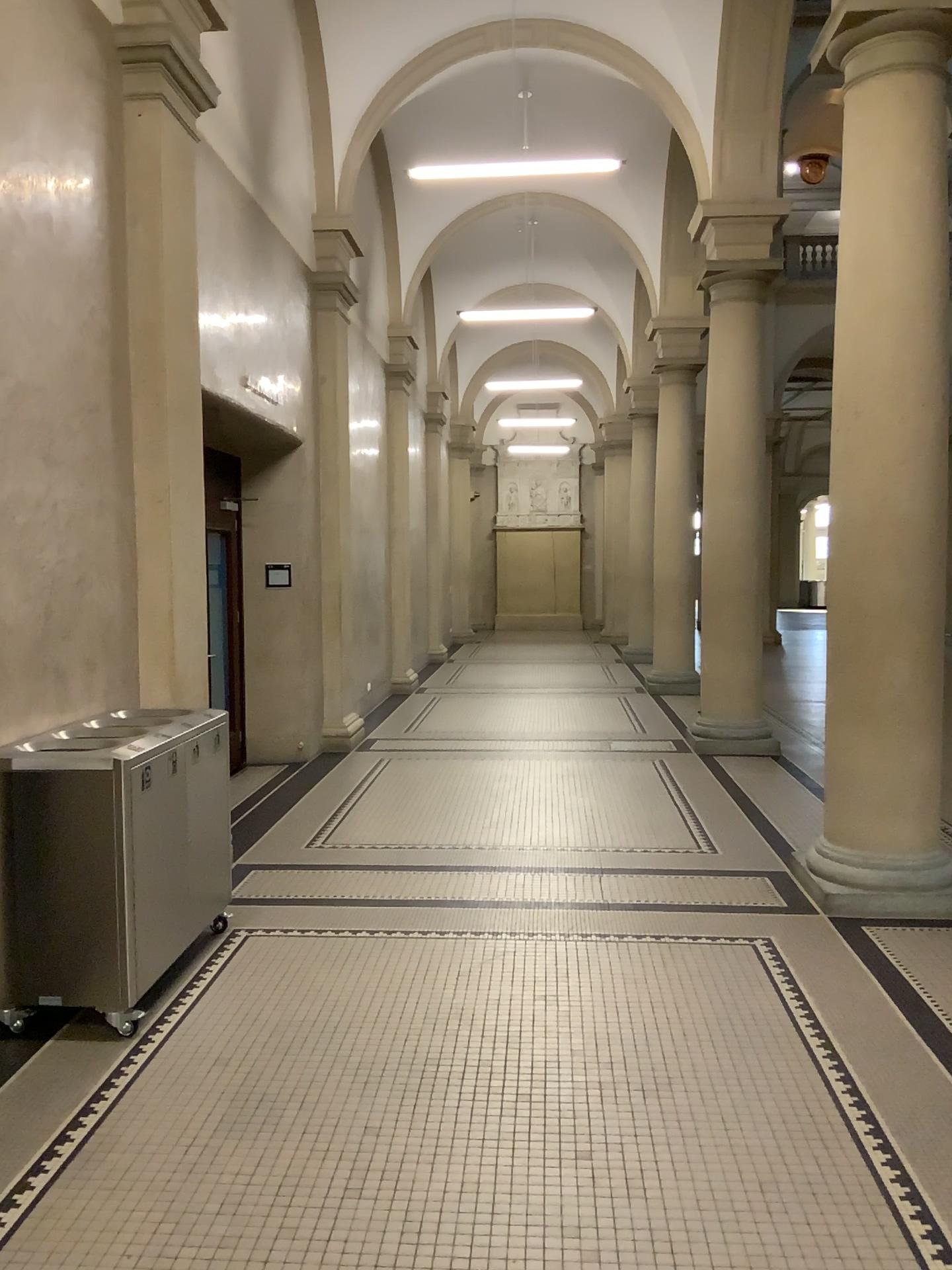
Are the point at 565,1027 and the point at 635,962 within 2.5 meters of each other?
yes
